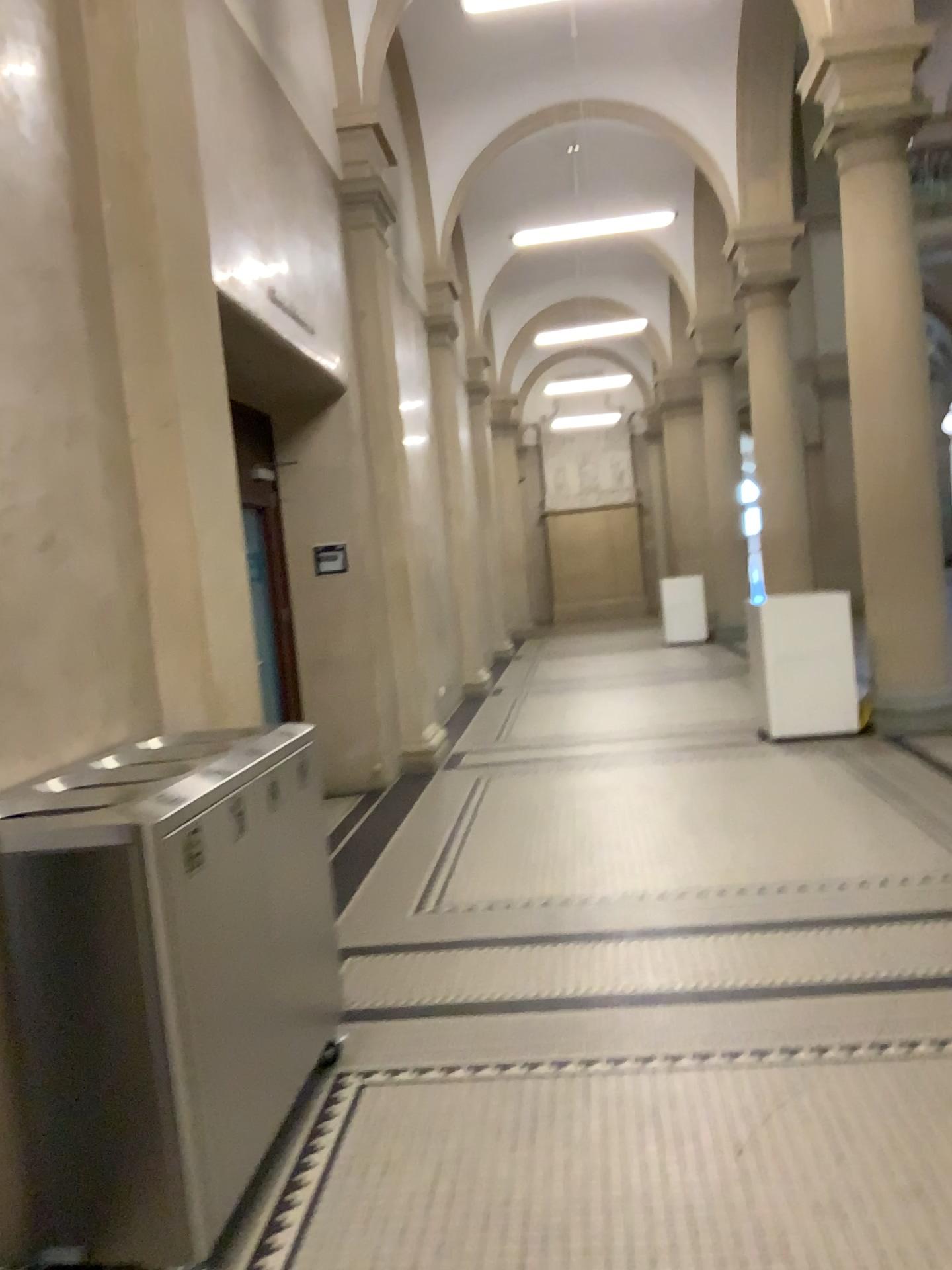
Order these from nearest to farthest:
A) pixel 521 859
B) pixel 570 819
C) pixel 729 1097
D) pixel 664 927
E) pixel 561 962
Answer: pixel 729 1097 → pixel 561 962 → pixel 664 927 → pixel 521 859 → pixel 570 819
